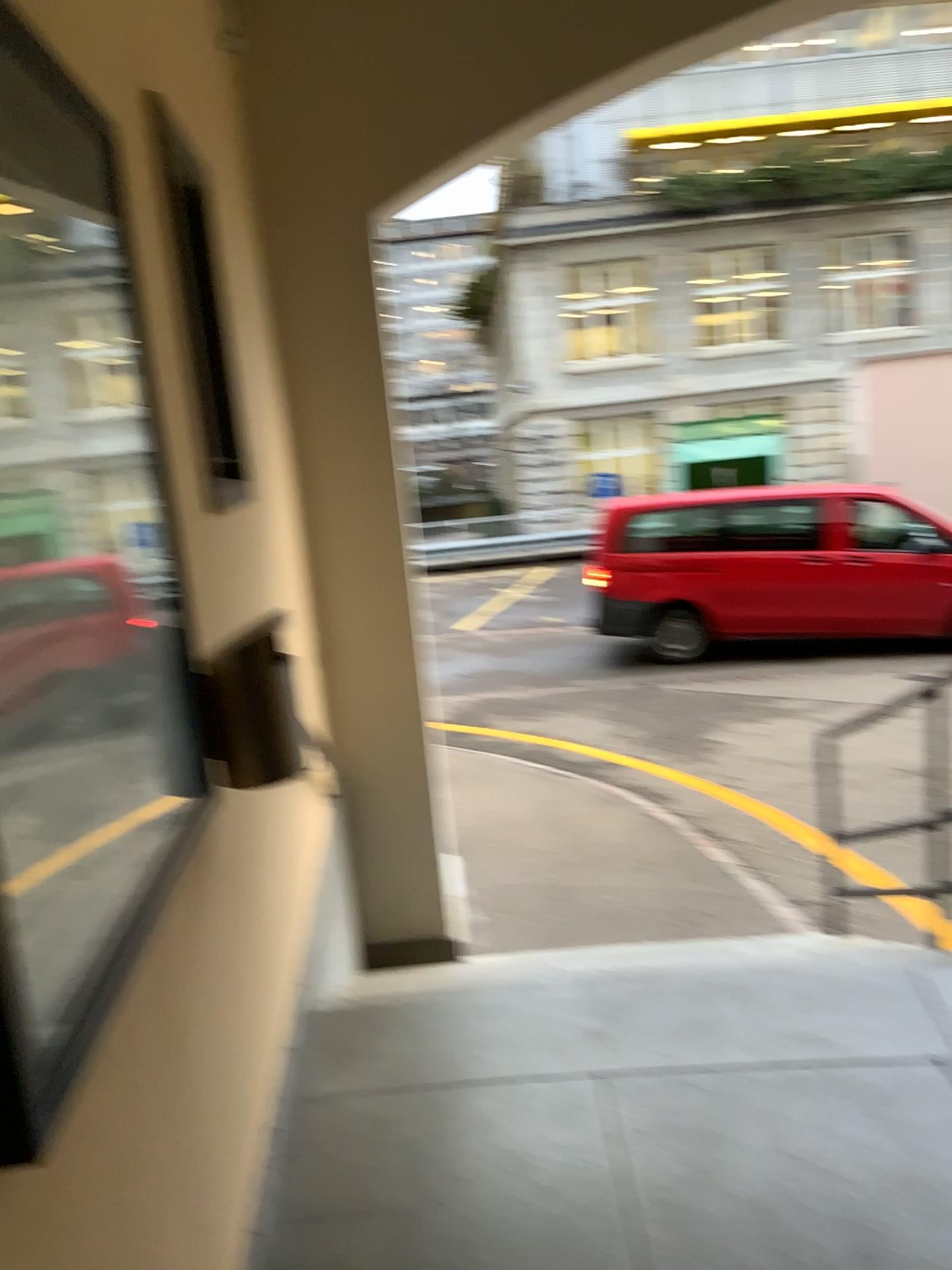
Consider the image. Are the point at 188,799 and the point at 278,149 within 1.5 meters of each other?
no
